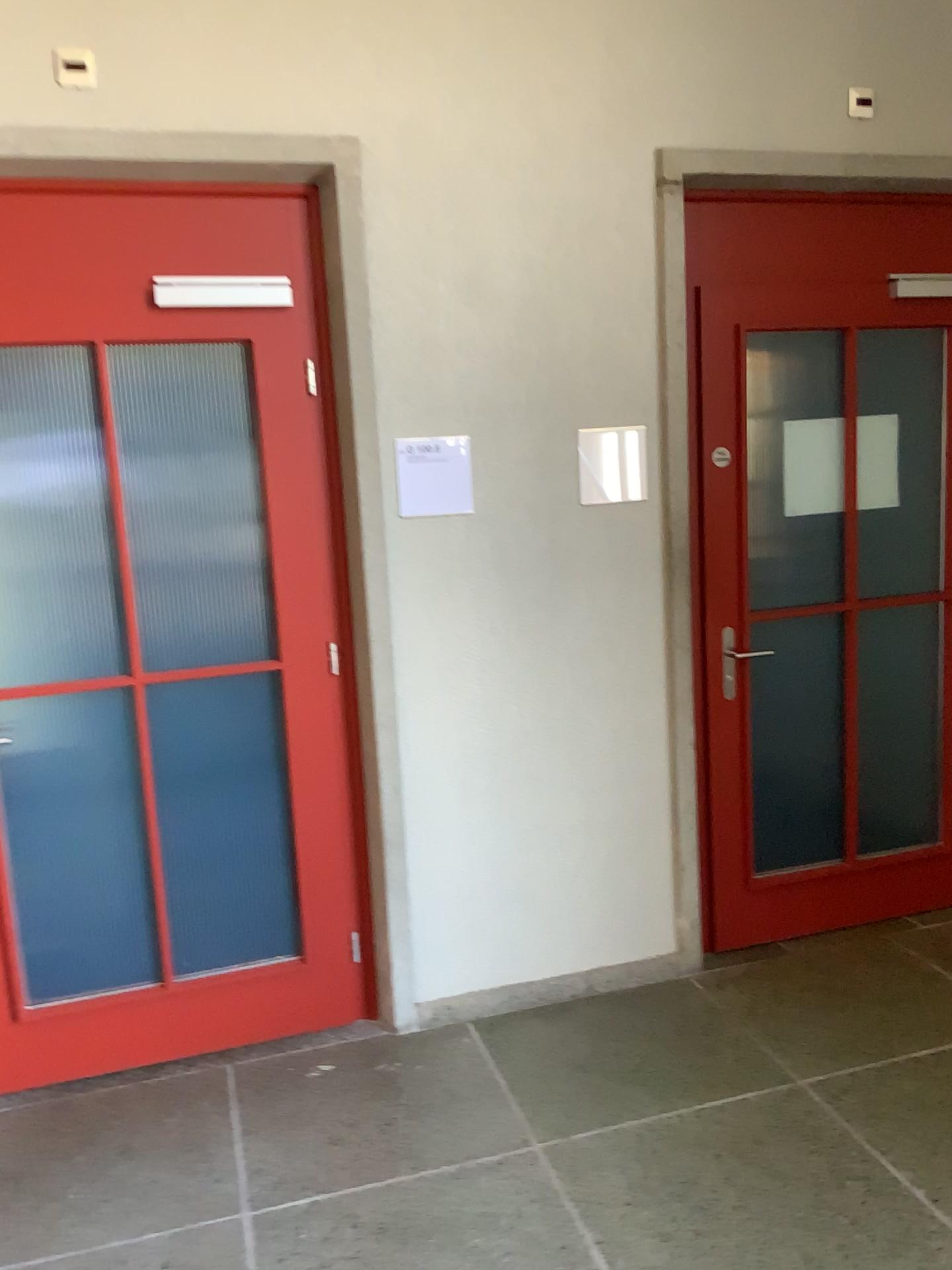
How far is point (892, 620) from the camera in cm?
348

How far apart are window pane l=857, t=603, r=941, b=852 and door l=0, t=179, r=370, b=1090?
1.7 meters

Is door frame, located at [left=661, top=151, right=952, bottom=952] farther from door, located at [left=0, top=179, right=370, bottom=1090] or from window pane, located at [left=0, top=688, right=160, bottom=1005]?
window pane, located at [left=0, top=688, right=160, bottom=1005]

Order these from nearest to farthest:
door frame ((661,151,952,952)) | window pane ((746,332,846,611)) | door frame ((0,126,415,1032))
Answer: door frame ((0,126,415,1032))
door frame ((661,151,952,952))
window pane ((746,332,846,611))

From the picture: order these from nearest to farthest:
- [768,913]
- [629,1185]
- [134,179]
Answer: [629,1185]
[134,179]
[768,913]

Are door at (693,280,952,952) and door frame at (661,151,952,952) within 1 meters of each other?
yes

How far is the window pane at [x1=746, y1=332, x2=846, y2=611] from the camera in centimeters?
332cm

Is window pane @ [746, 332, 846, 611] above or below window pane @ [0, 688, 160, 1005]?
above

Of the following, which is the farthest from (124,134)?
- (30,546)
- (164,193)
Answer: (30,546)

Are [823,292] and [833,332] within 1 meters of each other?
yes
